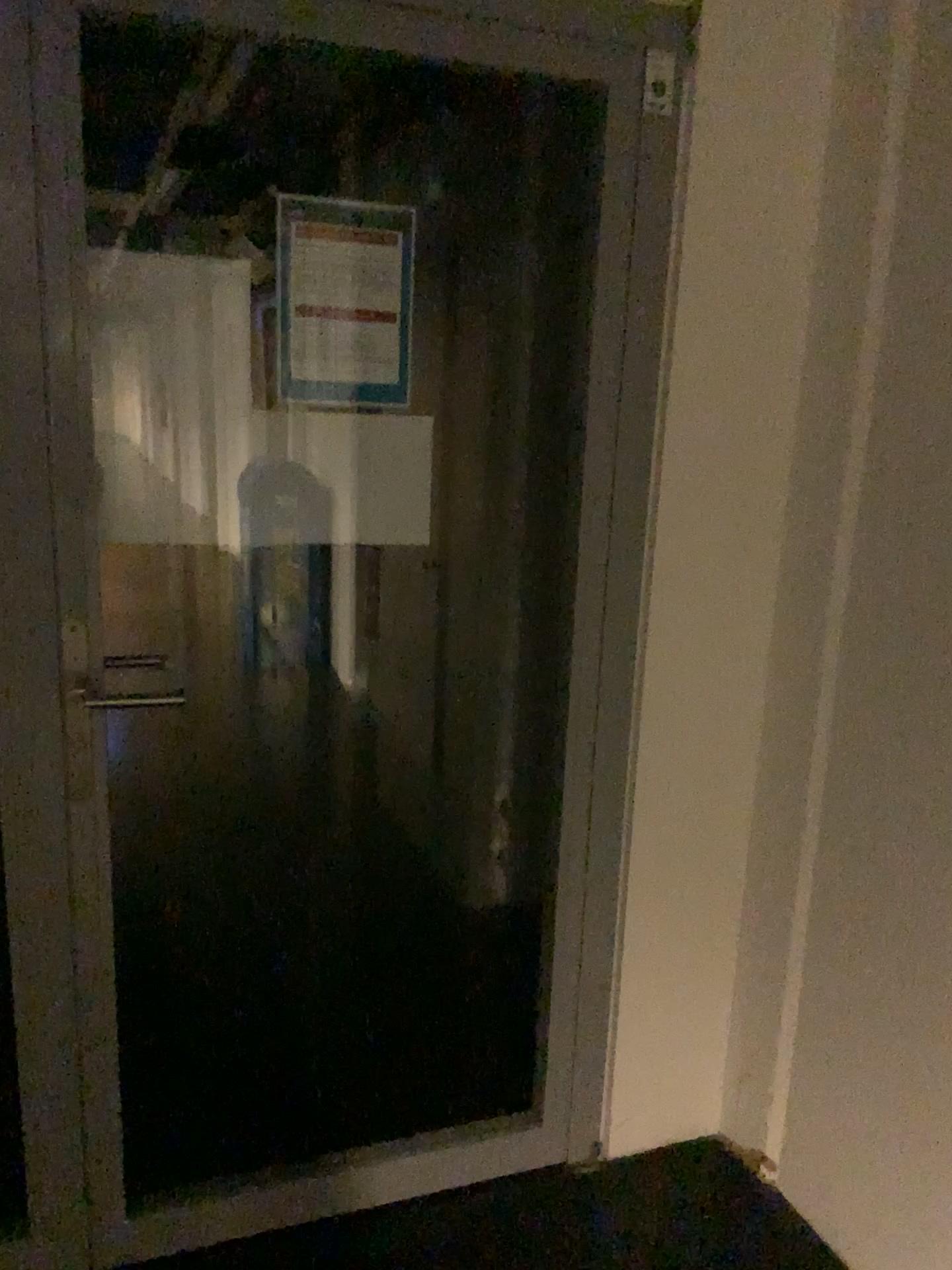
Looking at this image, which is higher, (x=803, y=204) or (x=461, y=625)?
(x=803, y=204)
